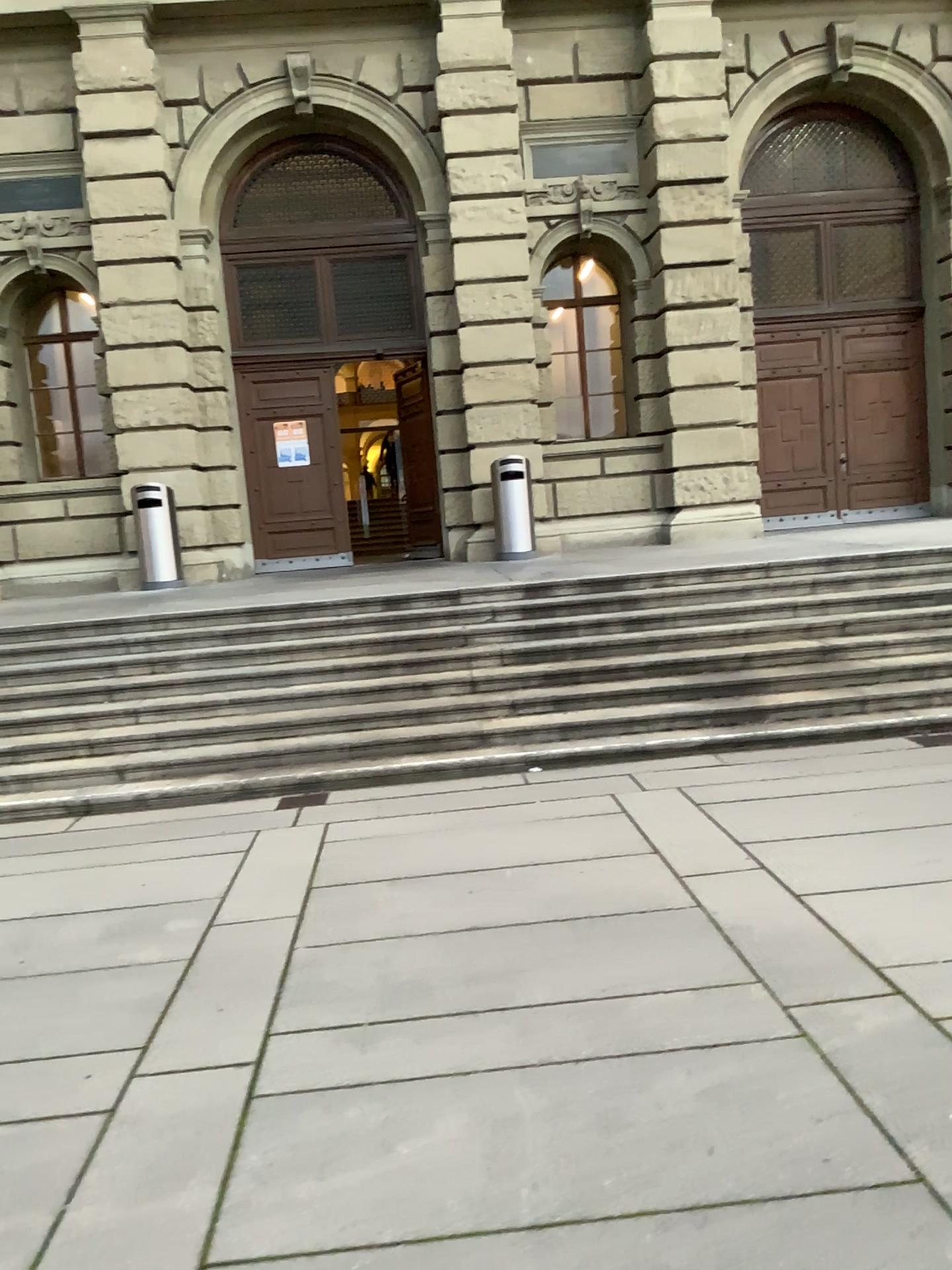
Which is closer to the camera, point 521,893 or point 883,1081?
point 883,1081
